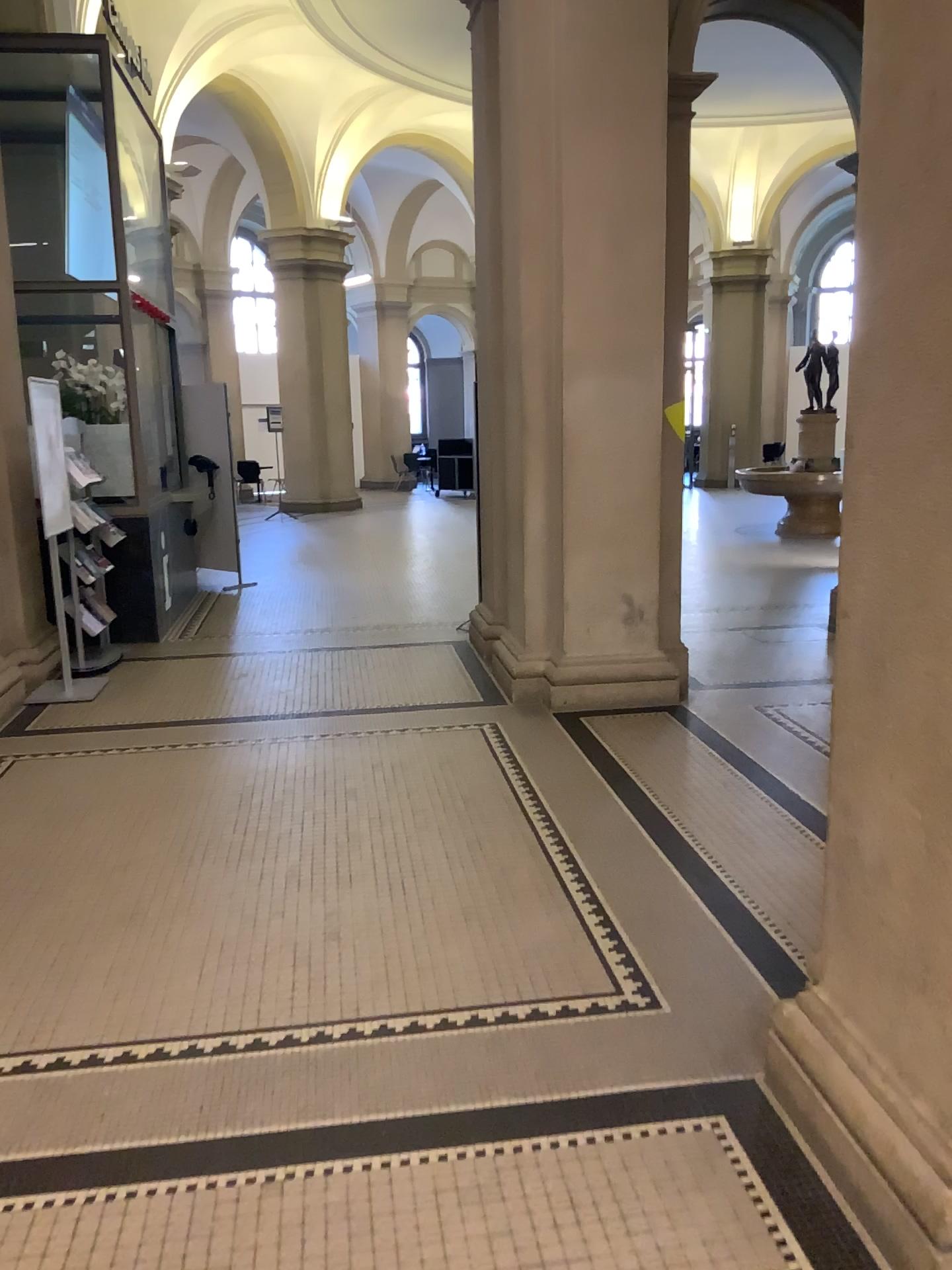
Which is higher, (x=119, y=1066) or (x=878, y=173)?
(x=878, y=173)

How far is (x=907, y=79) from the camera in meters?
1.8

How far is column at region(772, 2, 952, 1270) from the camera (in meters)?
1.84
